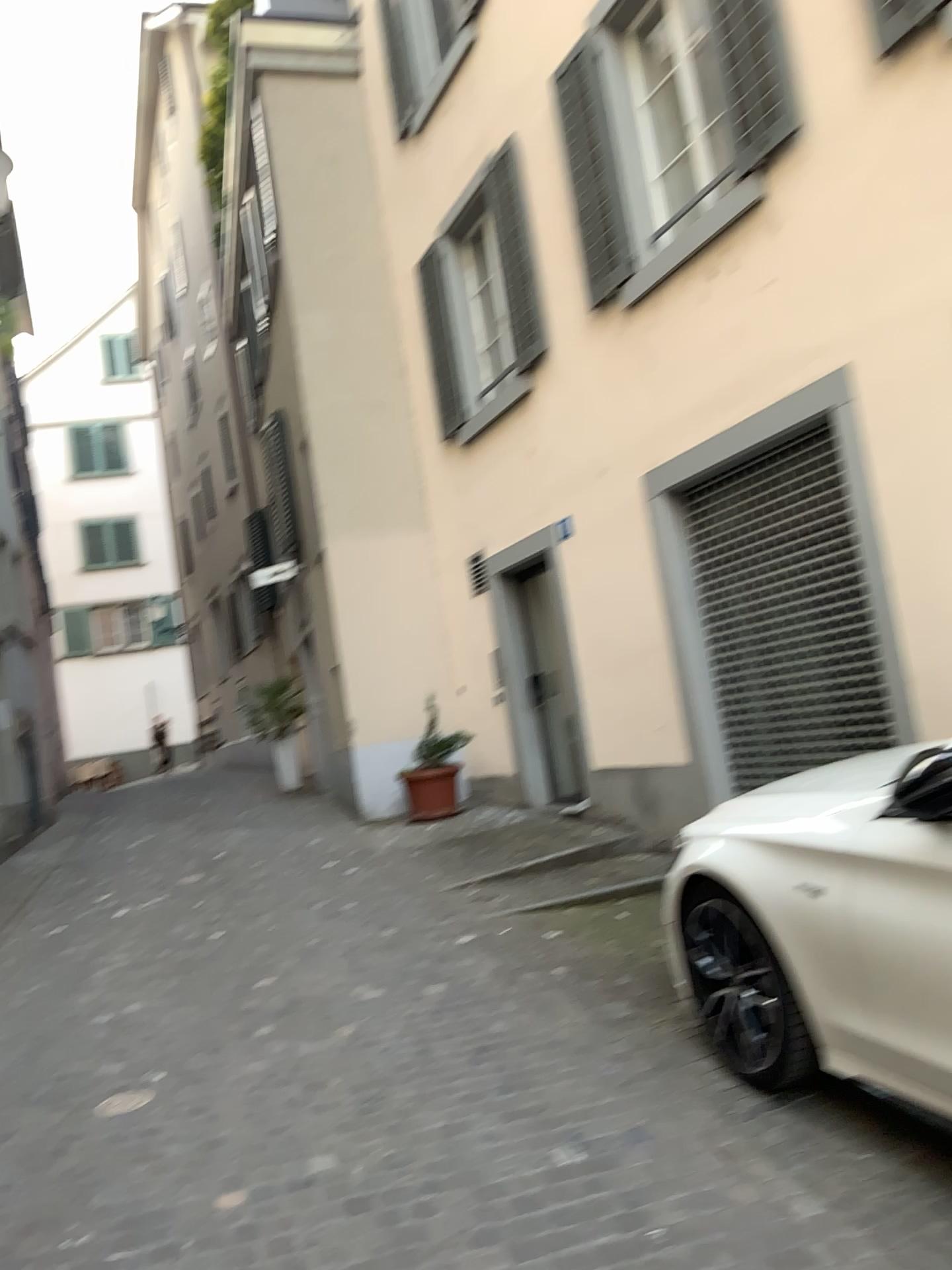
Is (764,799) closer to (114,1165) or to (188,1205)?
(188,1205)
